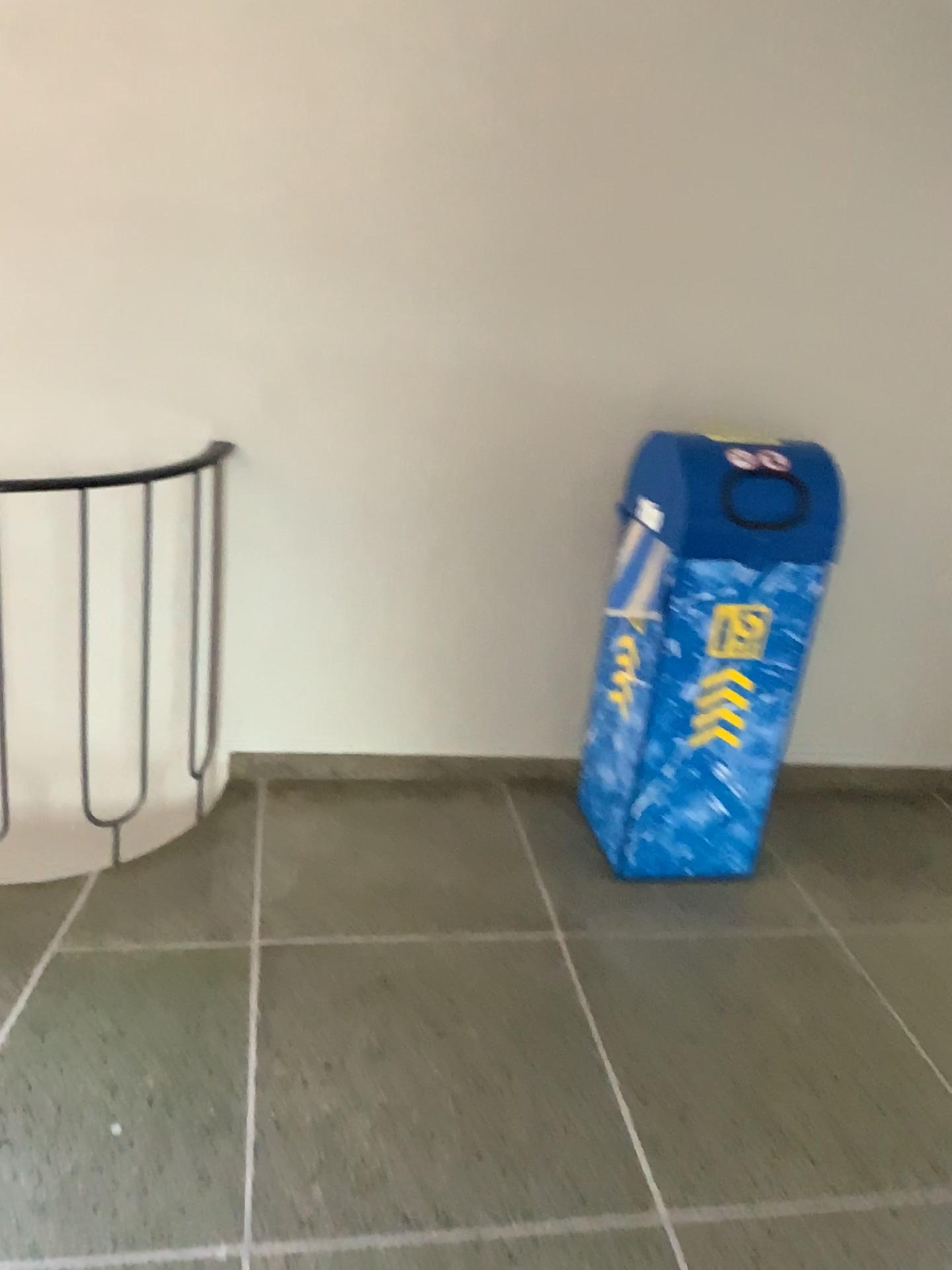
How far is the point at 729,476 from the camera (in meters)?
2.35

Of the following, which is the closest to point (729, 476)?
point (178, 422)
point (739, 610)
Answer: point (739, 610)

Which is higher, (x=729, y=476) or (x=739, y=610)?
(x=729, y=476)

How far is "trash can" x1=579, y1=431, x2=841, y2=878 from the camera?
2.3m

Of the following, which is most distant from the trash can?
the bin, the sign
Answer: the bin

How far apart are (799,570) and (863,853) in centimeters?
98cm

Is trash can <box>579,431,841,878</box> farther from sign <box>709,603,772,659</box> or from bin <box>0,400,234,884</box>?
bin <box>0,400,234,884</box>
